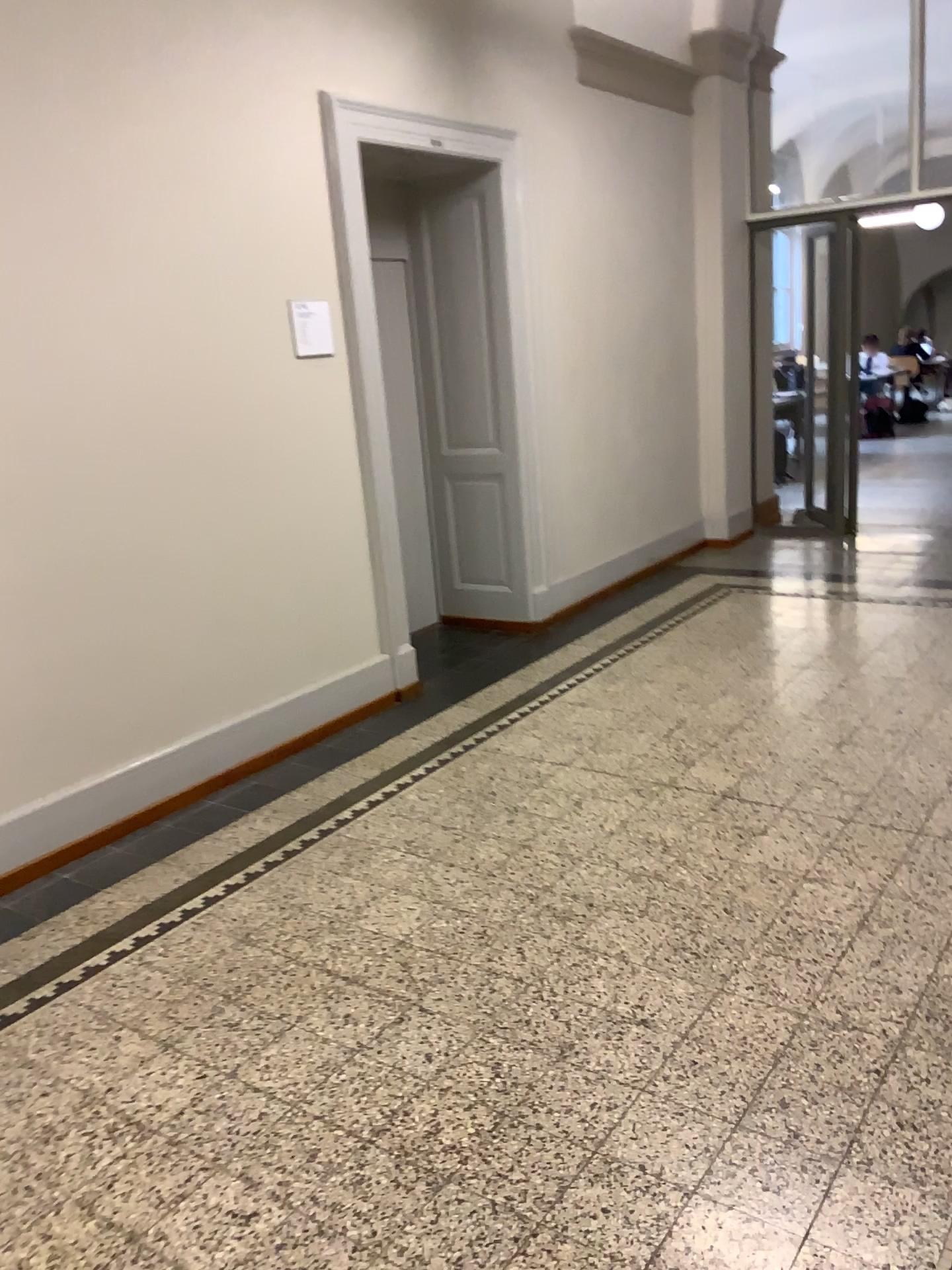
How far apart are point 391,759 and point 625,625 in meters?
2.0
